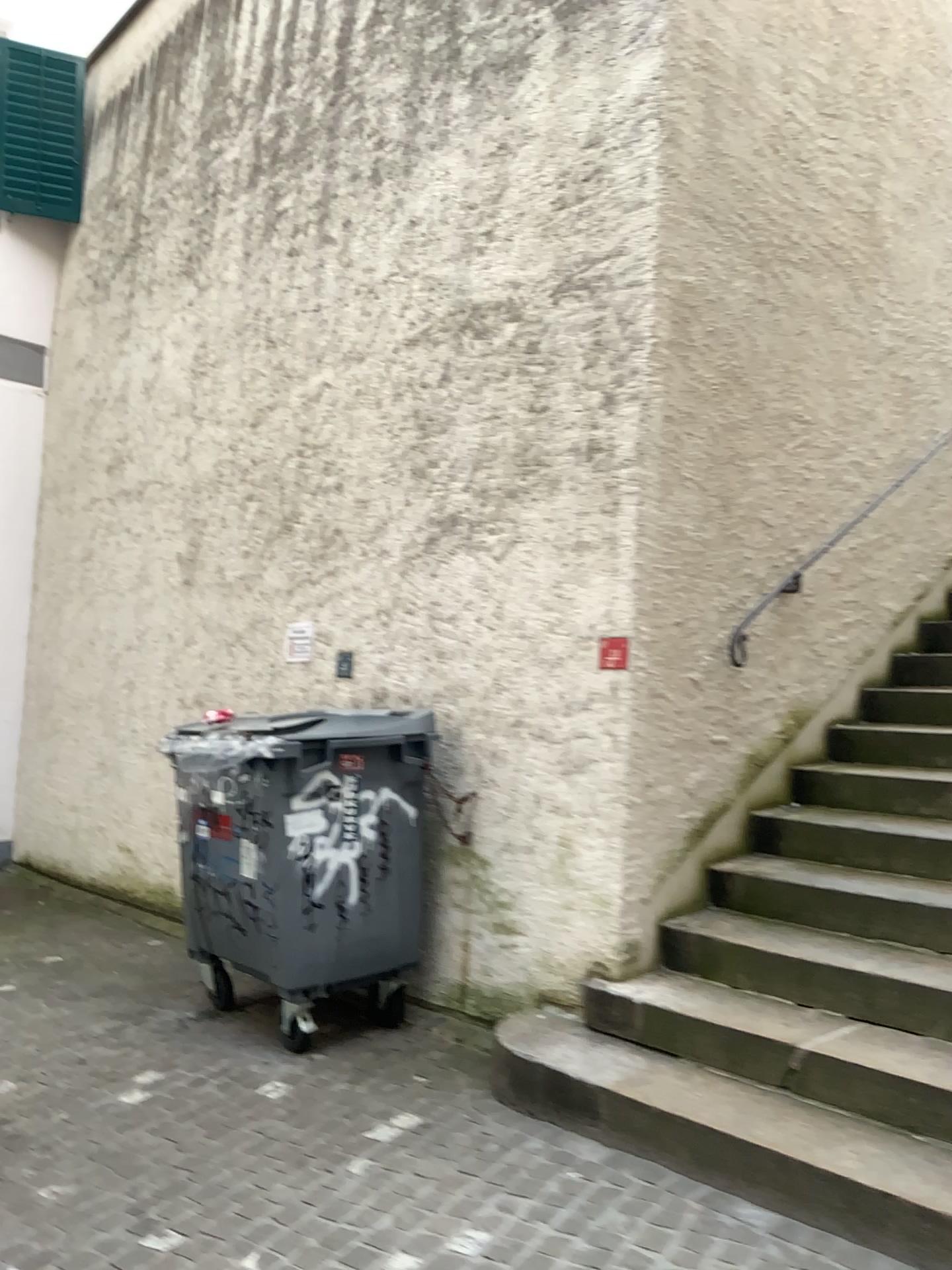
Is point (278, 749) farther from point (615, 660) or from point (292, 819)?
point (615, 660)

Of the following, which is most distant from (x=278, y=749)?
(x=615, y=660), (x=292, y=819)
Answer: (x=615, y=660)

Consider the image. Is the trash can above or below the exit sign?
below

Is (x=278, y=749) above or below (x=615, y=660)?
below

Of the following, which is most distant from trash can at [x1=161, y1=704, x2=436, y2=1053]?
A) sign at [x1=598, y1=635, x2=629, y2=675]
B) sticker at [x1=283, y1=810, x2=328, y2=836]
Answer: sign at [x1=598, y1=635, x2=629, y2=675]

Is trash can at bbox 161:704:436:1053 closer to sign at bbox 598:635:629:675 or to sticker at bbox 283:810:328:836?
sticker at bbox 283:810:328:836

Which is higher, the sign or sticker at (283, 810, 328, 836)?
the sign

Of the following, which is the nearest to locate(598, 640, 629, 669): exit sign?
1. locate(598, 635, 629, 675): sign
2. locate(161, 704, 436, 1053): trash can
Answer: locate(598, 635, 629, 675): sign

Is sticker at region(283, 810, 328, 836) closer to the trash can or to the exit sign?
the trash can

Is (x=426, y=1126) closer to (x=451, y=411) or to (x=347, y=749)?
(x=347, y=749)
